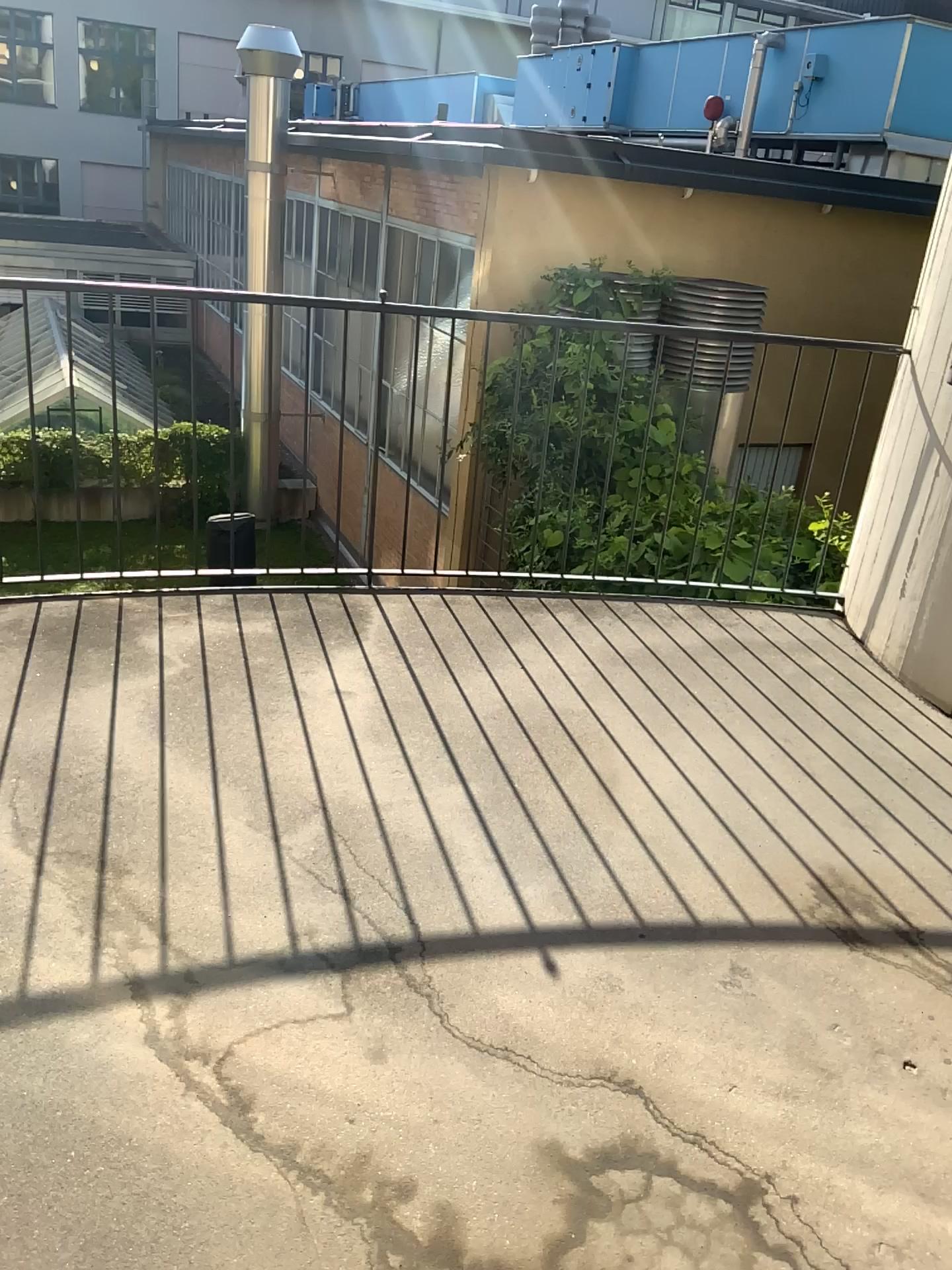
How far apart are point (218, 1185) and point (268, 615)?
2.2 meters

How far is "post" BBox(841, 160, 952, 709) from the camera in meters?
3.5

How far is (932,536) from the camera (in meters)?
3.54
